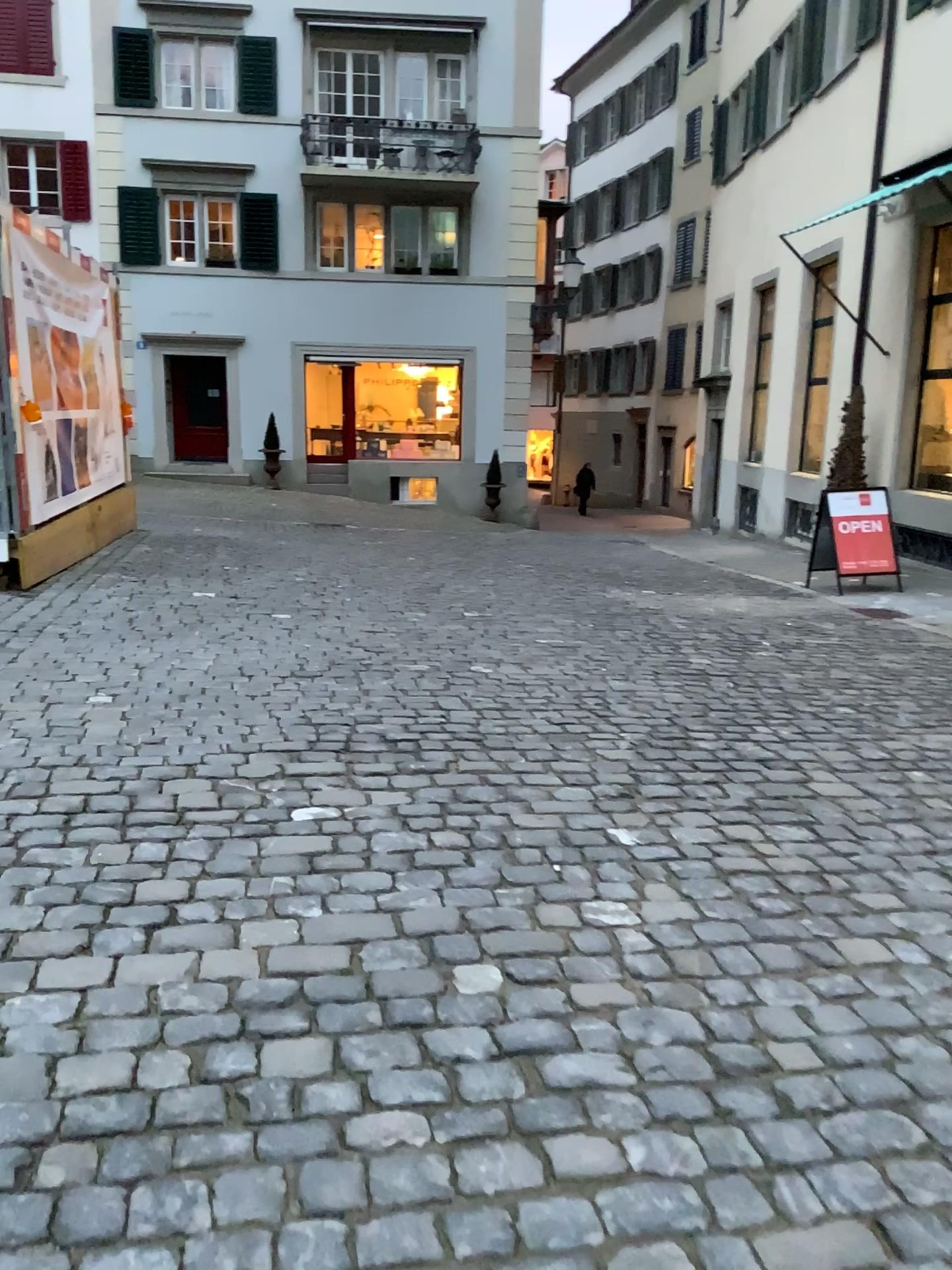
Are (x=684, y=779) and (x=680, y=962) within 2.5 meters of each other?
yes
